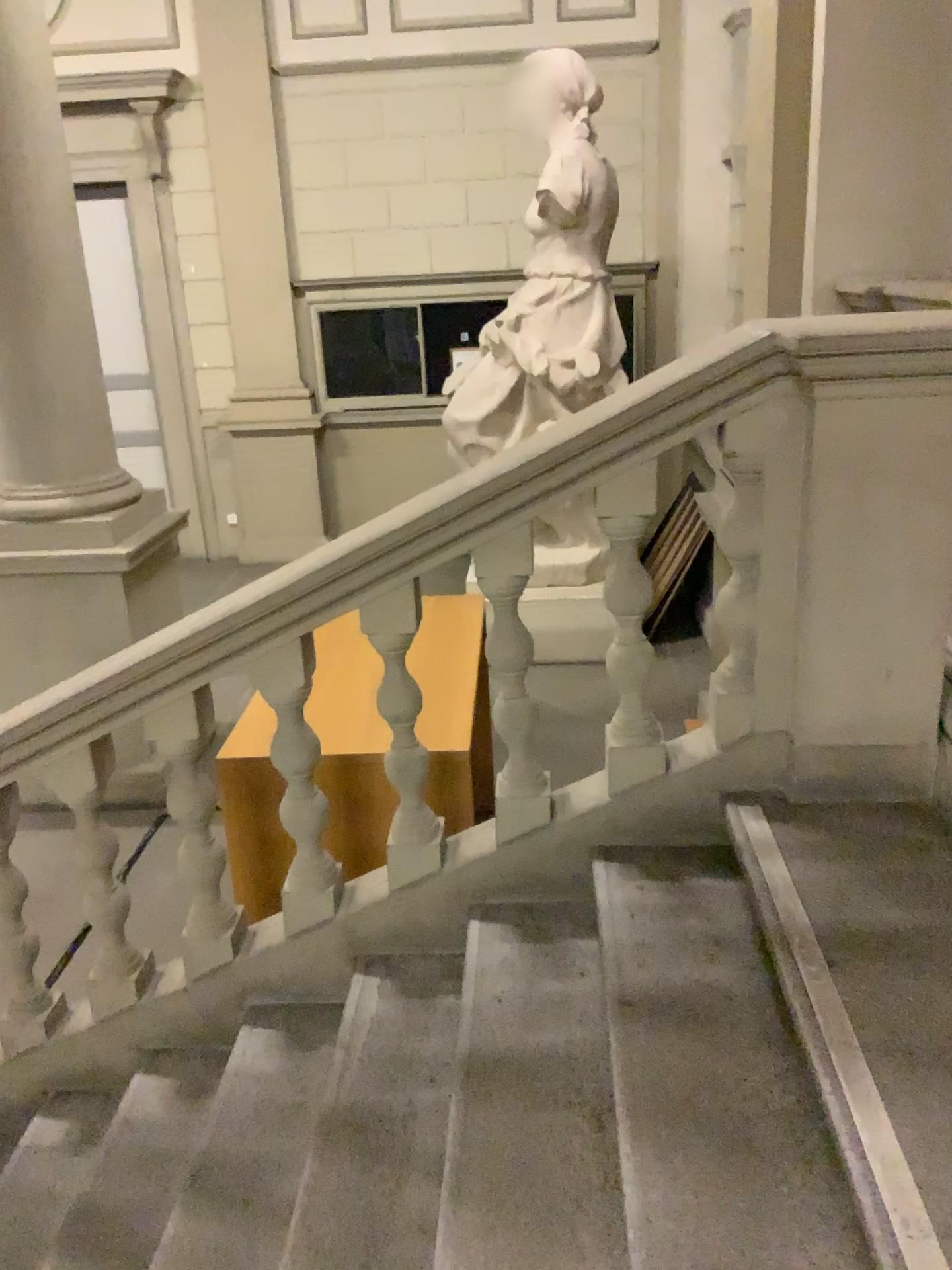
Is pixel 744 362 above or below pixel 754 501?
above

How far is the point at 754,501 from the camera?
2.3 meters

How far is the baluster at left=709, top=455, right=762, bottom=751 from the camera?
2.3 meters

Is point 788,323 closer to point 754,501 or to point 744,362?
point 744,362

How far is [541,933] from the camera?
2.5m
